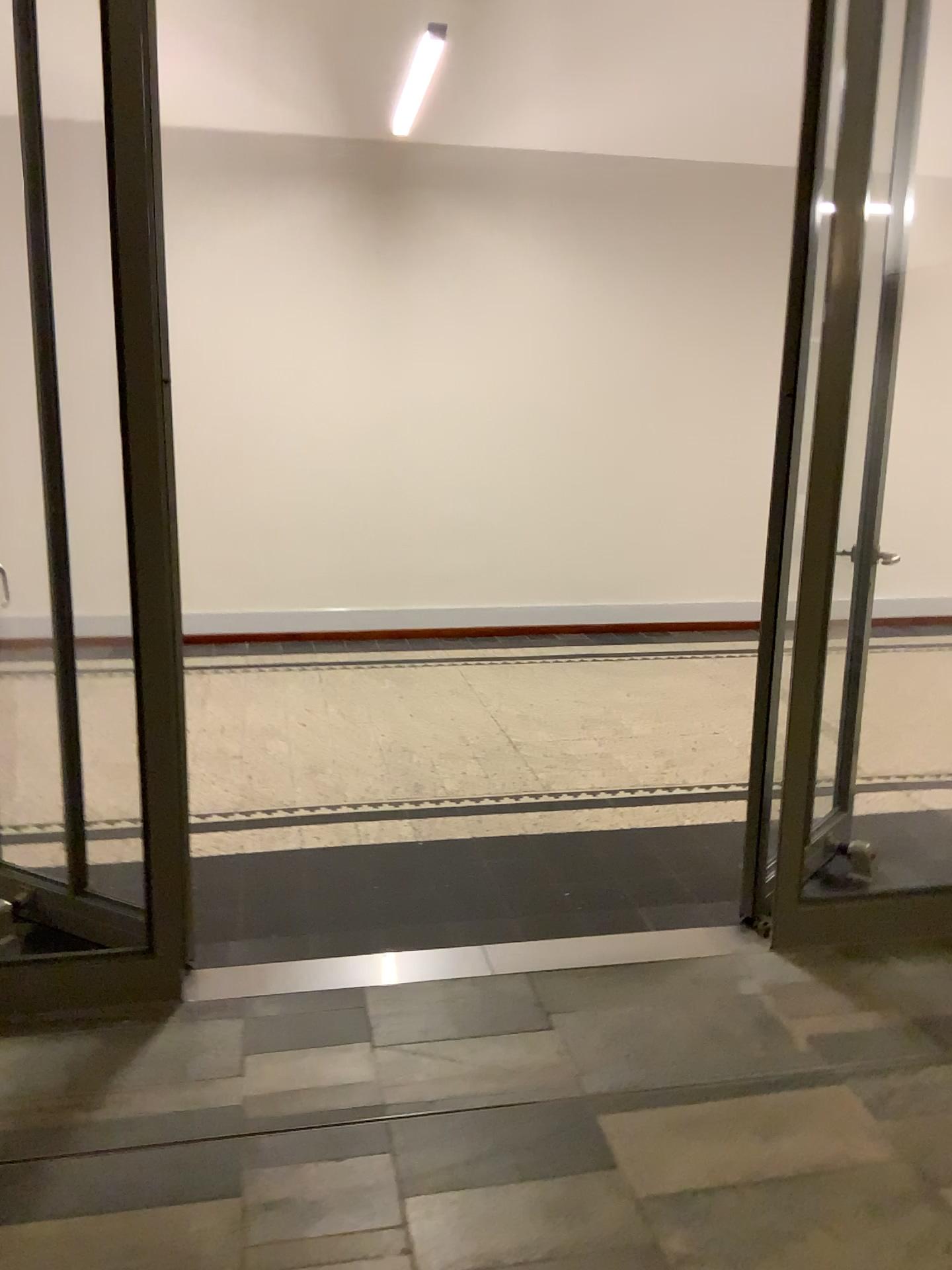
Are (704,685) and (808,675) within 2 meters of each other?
no
